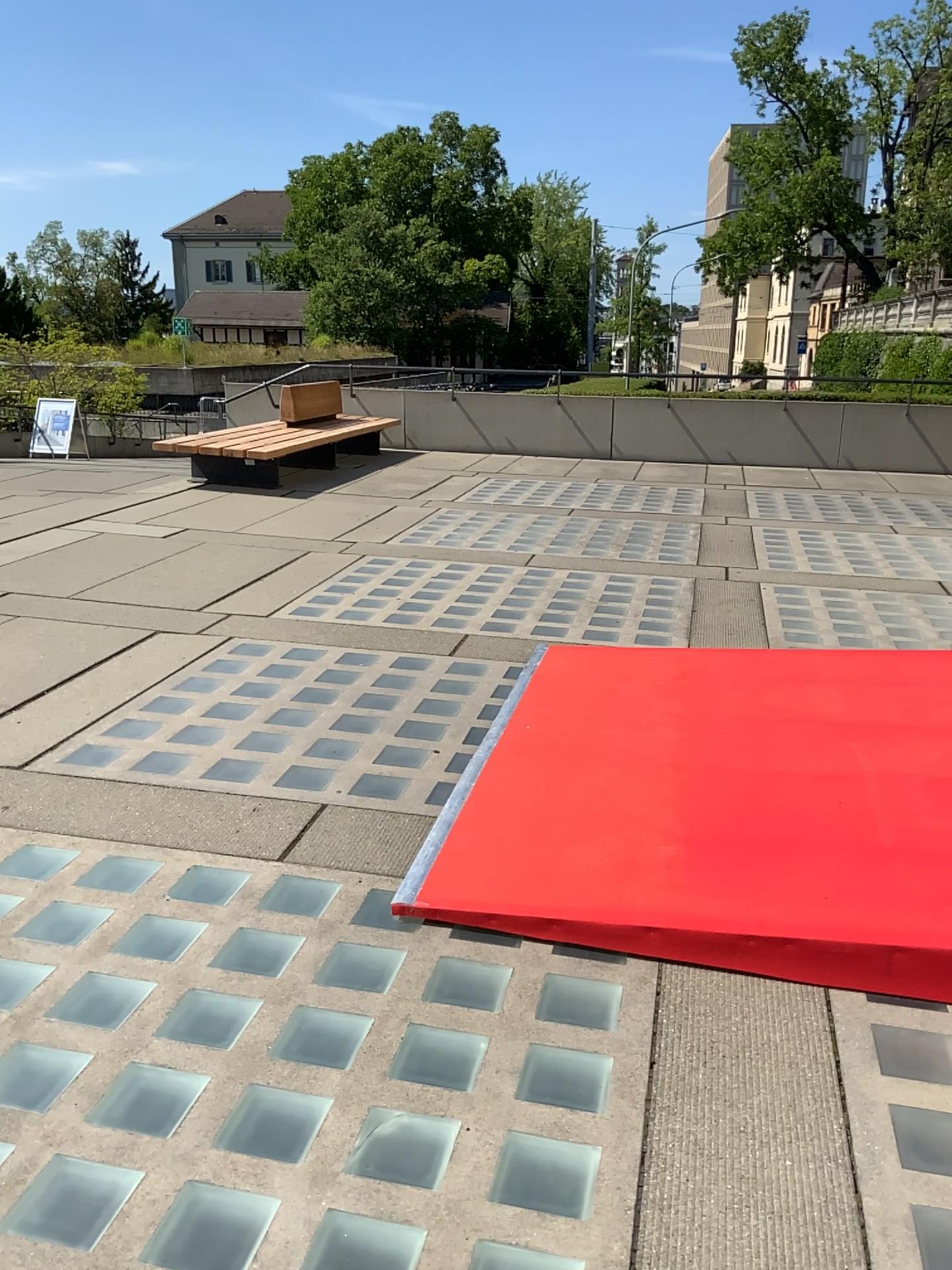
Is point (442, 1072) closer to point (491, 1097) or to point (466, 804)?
point (491, 1097)
